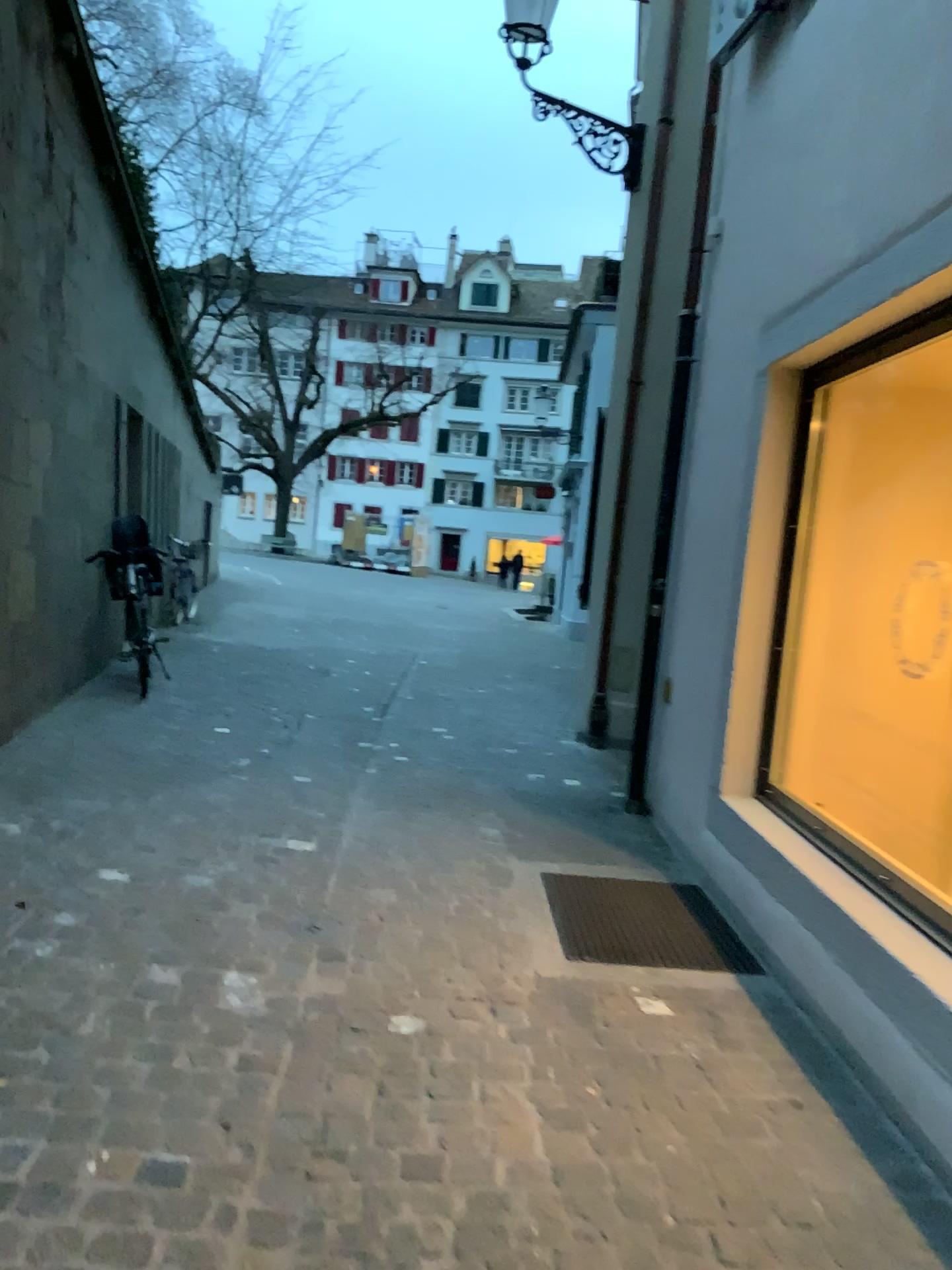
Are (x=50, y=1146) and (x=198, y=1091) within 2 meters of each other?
yes
